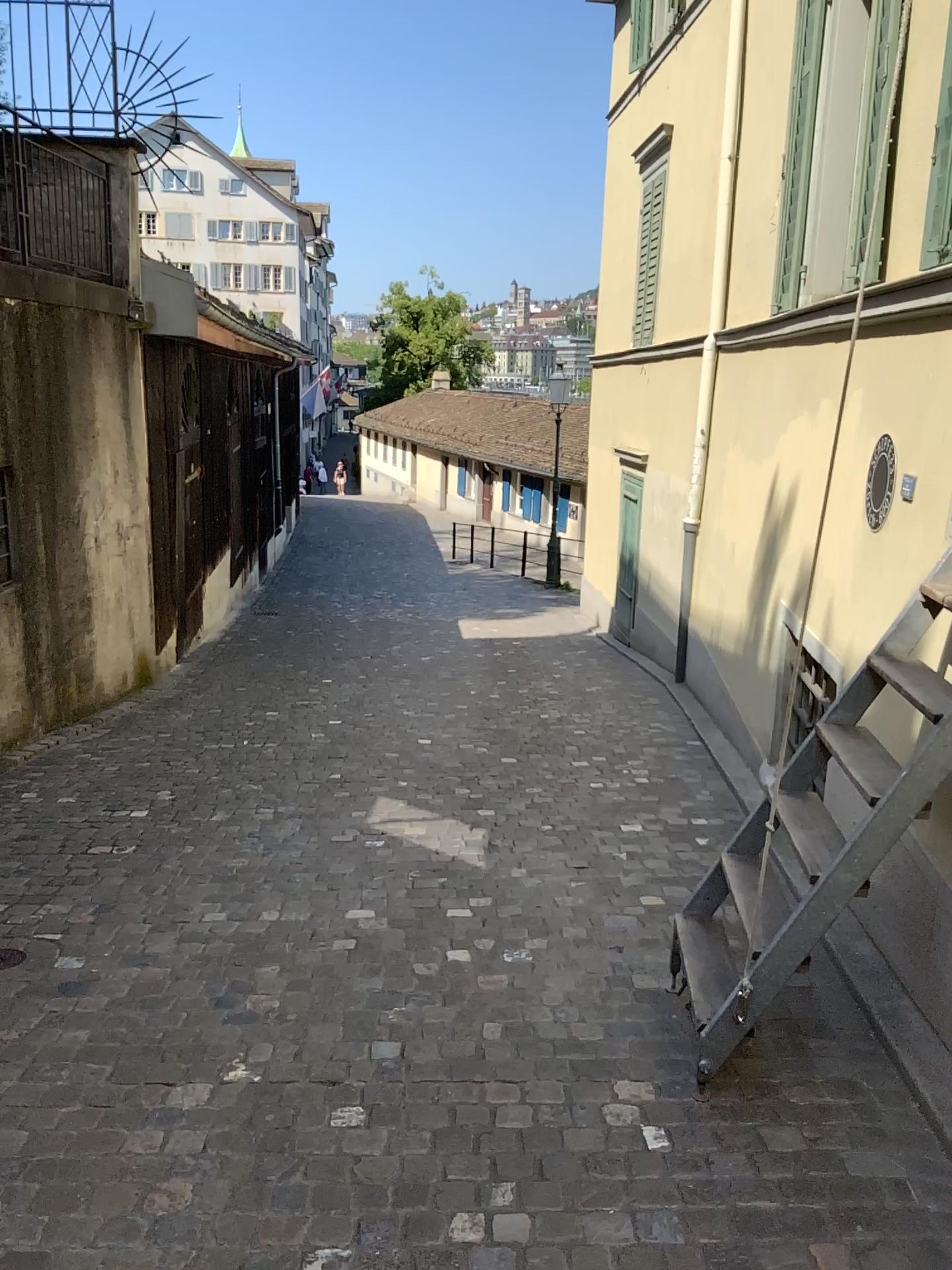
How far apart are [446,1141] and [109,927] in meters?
1.7
